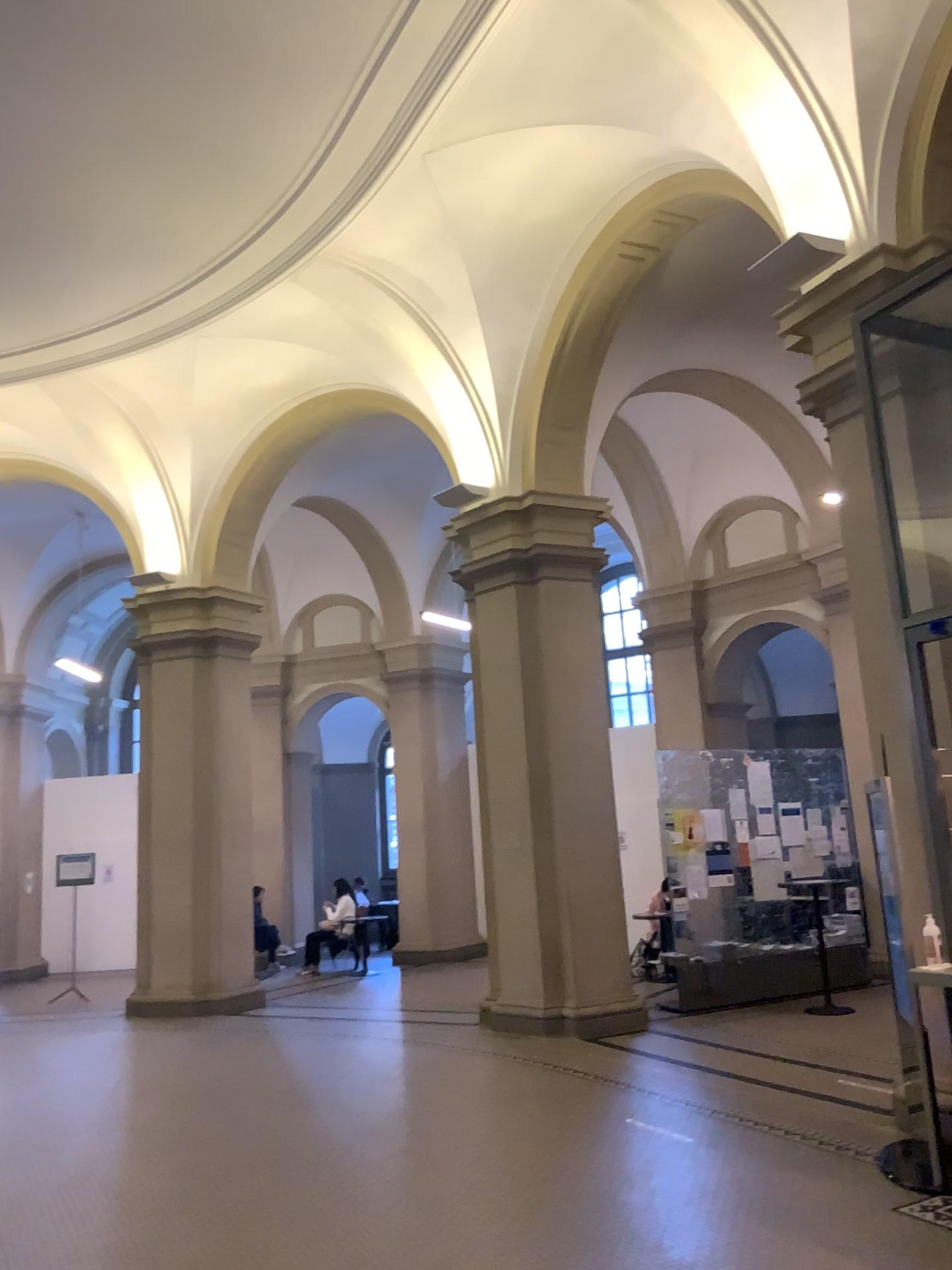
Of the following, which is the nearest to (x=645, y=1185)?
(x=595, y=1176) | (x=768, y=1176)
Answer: (x=595, y=1176)
